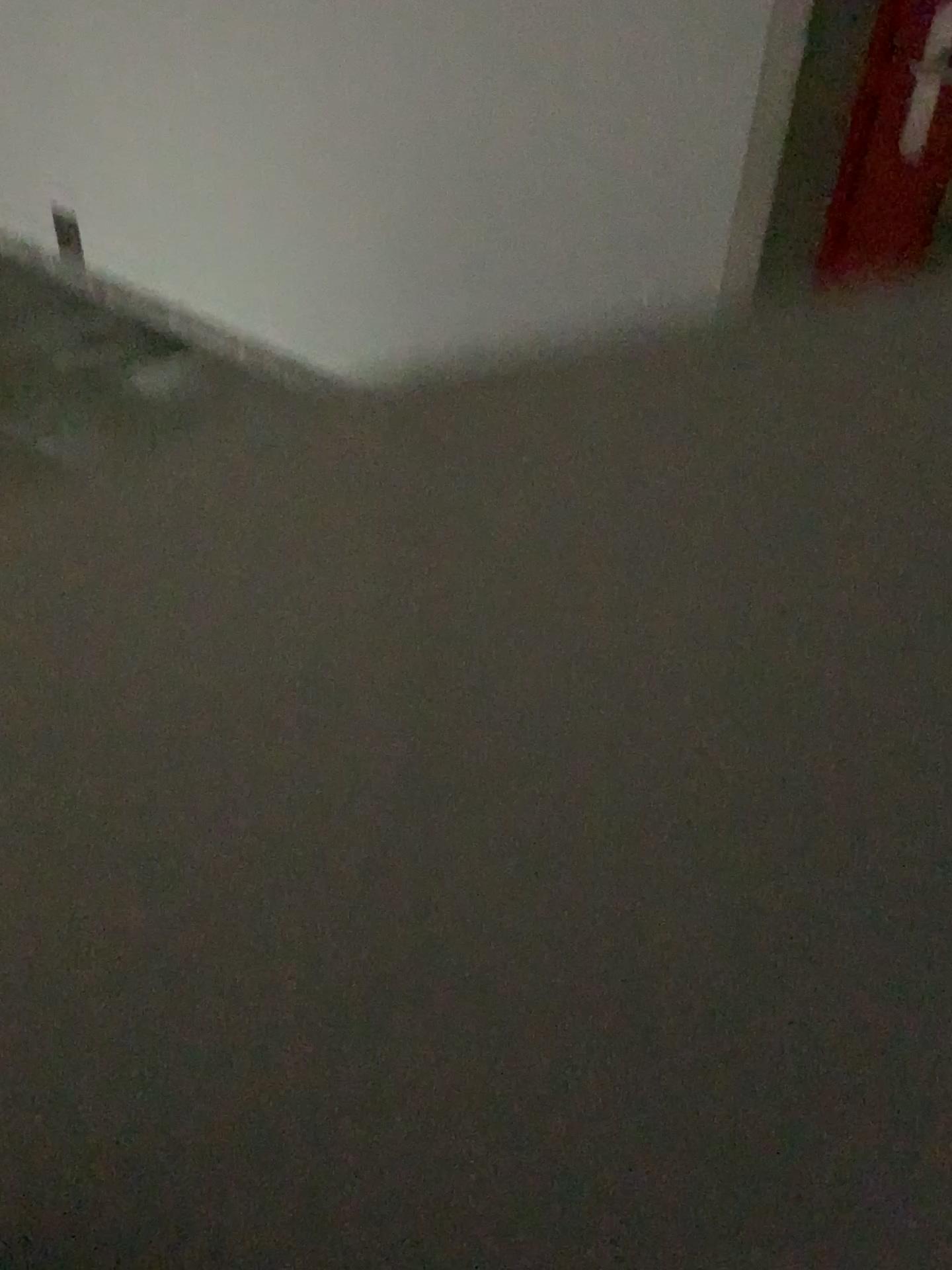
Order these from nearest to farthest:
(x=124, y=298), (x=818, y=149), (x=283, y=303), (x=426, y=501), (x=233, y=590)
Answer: (x=818, y=149) < (x=233, y=590) < (x=426, y=501) < (x=283, y=303) < (x=124, y=298)

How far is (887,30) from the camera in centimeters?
166cm

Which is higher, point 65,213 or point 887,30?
Answer: point 887,30

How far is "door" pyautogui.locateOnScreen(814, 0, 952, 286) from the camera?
1.7m

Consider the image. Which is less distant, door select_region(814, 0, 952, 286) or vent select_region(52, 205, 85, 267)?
door select_region(814, 0, 952, 286)

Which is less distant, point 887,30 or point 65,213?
point 887,30

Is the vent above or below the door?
below
